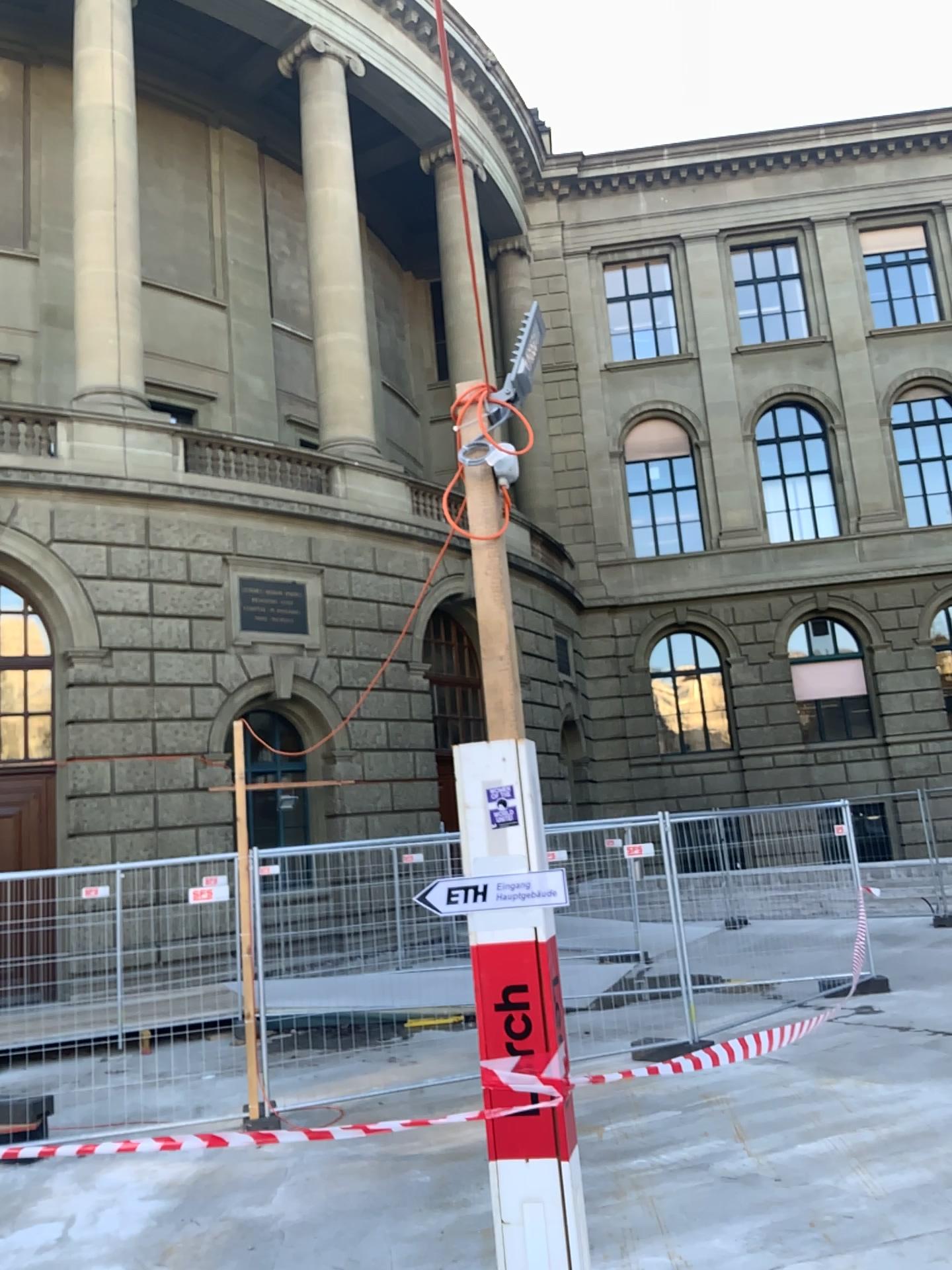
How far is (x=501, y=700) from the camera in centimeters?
289cm
